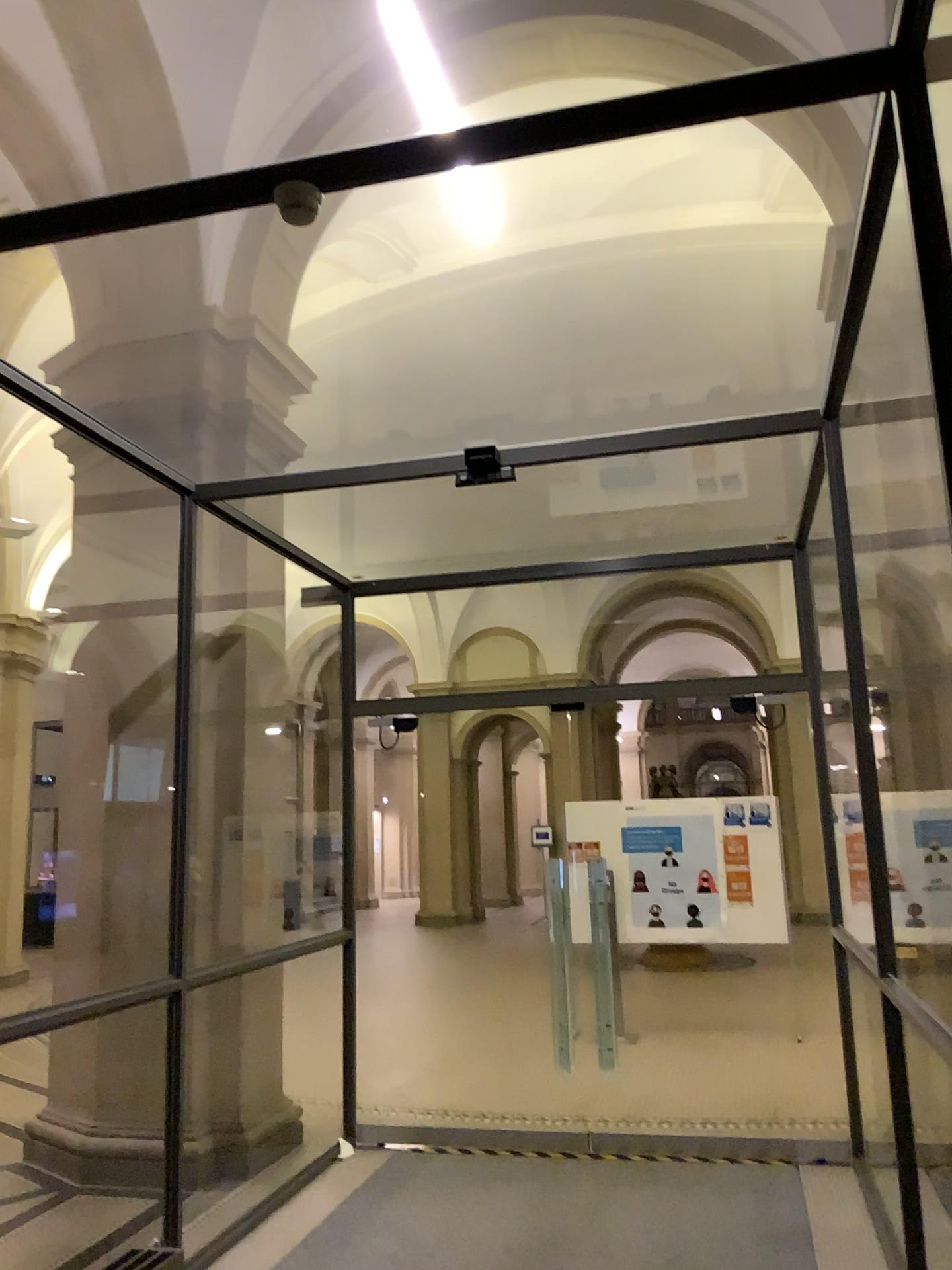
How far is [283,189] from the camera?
2.5m

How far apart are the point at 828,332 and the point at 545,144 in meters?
1.5

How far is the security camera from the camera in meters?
2.5 m
